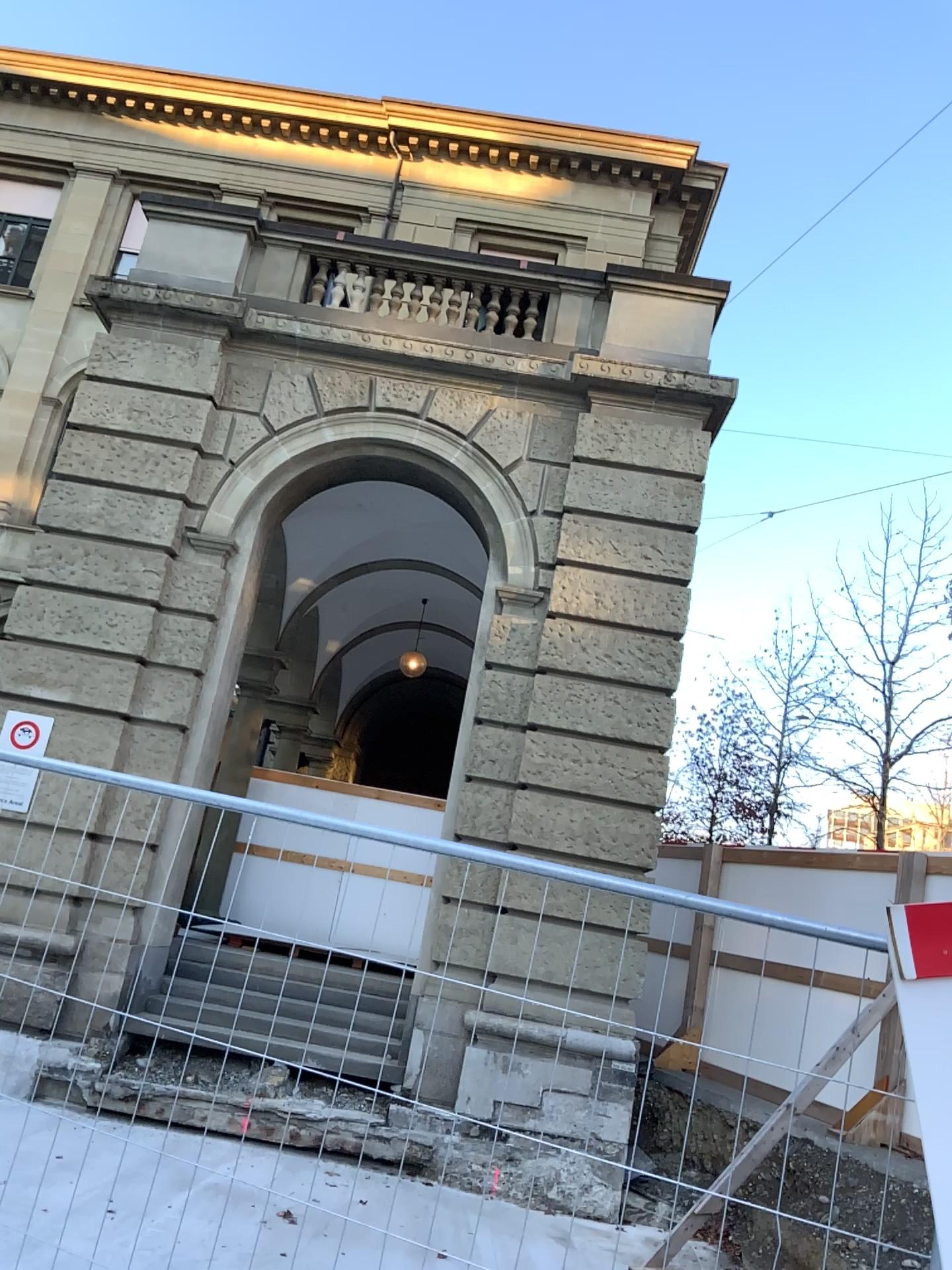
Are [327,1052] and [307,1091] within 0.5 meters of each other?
yes
